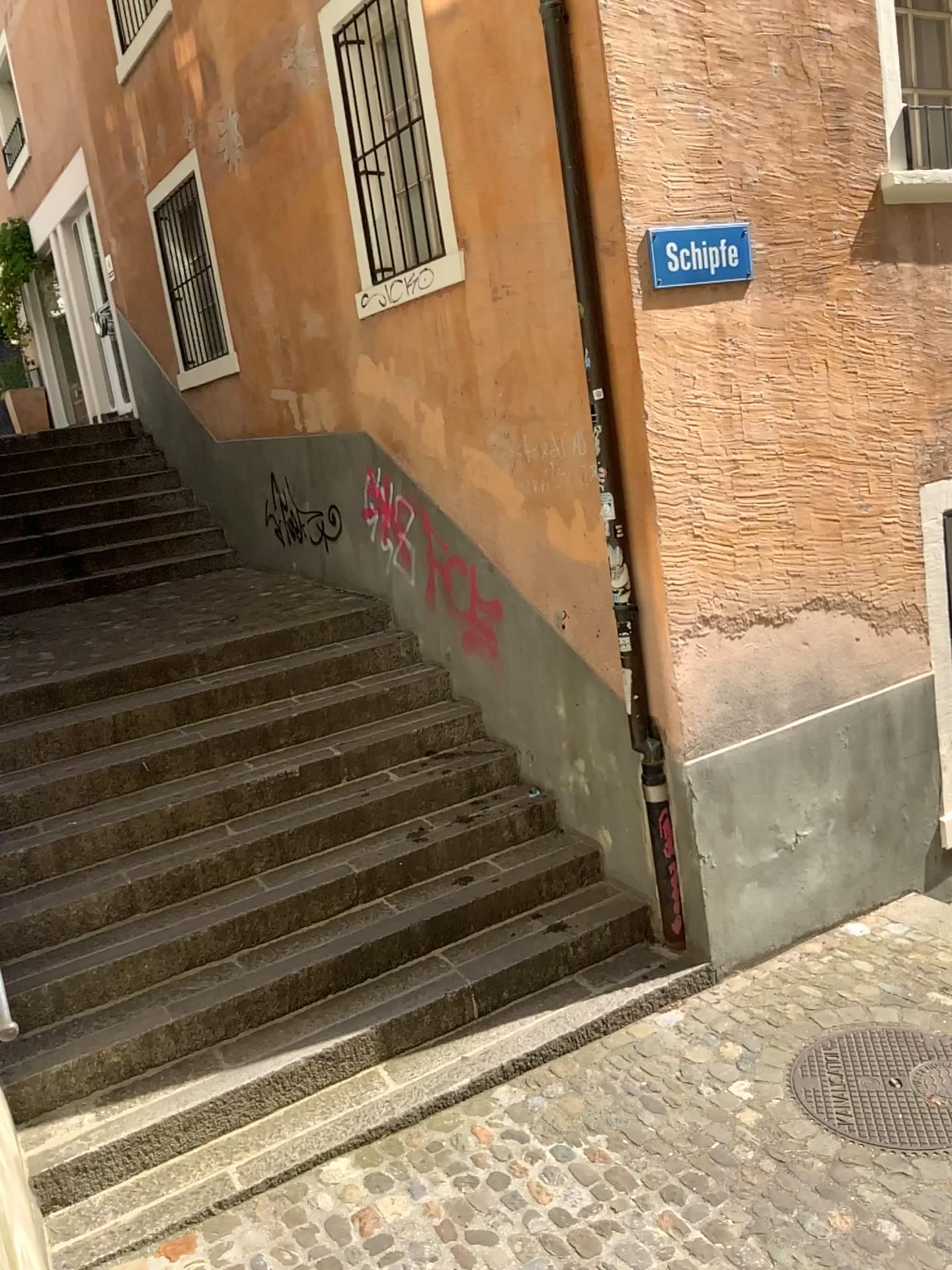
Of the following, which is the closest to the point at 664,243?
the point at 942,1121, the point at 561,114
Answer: the point at 561,114

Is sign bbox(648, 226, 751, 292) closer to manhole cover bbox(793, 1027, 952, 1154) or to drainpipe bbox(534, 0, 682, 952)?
drainpipe bbox(534, 0, 682, 952)

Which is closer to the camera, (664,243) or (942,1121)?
(942,1121)

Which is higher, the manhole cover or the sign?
the sign

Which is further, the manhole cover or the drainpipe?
the drainpipe

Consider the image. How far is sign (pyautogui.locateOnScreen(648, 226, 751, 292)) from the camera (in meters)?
3.95

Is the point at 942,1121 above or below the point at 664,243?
below

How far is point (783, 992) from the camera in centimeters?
422cm

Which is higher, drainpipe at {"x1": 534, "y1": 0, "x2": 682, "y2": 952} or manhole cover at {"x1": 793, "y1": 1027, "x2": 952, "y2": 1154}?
drainpipe at {"x1": 534, "y1": 0, "x2": 682, "y2": 952}

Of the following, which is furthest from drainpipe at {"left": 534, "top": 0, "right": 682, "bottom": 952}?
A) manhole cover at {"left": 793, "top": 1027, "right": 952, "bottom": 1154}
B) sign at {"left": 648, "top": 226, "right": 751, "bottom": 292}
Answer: manhole cover at {"left": 793, "top": 1027, "right": 952, "bottom": 1154}
